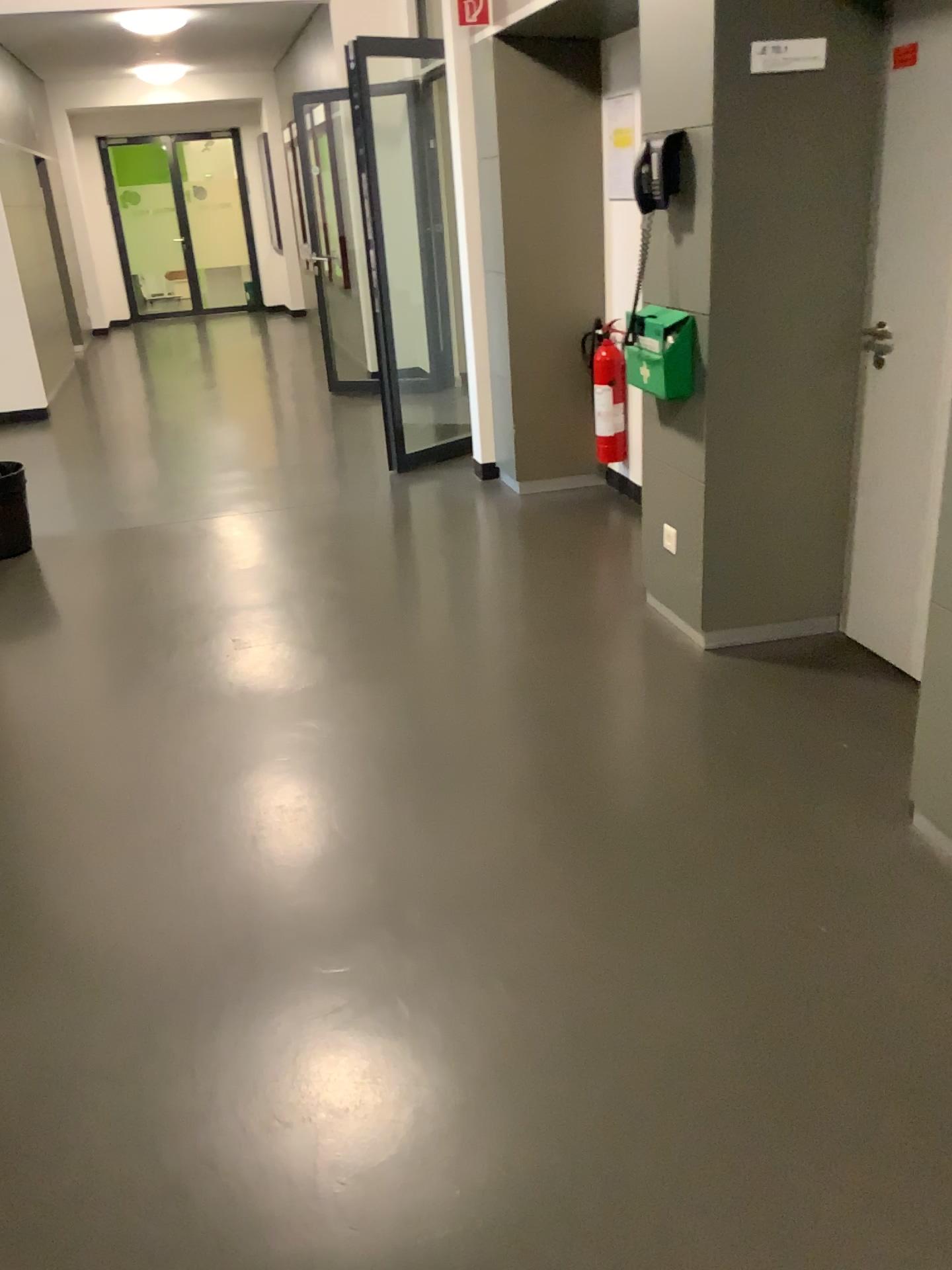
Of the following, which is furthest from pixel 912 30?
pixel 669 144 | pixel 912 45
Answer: pixel 669 144

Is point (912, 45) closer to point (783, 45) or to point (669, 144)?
point (783, 45)

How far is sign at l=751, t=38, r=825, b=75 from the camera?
2.84m

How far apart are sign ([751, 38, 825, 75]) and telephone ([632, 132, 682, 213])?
0.34m

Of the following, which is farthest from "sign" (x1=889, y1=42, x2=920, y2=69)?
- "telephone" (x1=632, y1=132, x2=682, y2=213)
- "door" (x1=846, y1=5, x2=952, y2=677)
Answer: "telephone" (x1=632, y1=132, x2=682, y2=213)

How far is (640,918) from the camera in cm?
227

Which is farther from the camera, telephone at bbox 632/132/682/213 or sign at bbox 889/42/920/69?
telephone at bbox 632/132/682/213

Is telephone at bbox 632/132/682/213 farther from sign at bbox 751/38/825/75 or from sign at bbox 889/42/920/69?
sign at bbox 889/42/920/69

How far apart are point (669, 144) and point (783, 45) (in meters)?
0.43
